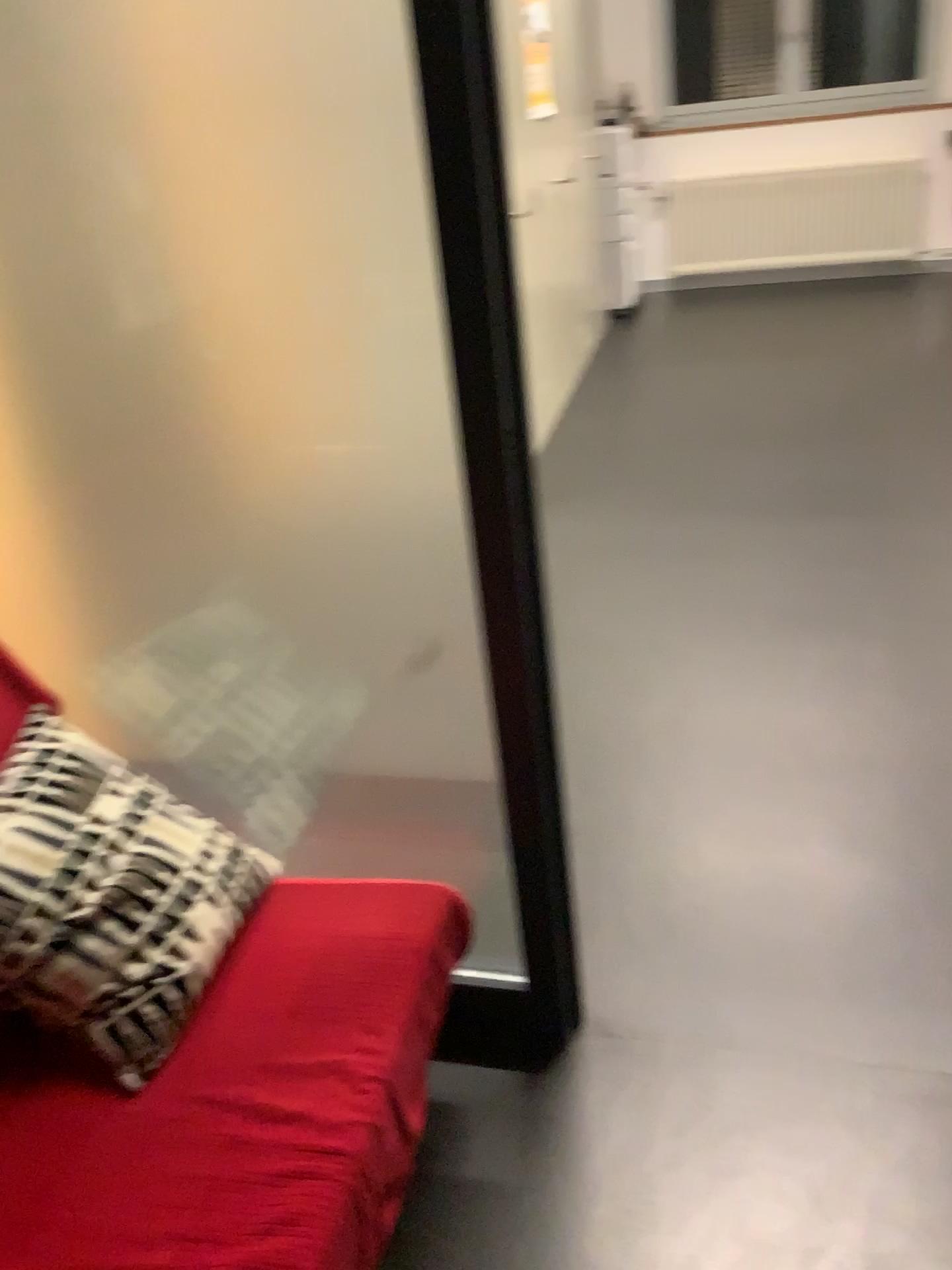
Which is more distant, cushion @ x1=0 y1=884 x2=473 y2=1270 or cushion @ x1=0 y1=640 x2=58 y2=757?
cushion @ x1=0 y1=640 x2=58 y2=757

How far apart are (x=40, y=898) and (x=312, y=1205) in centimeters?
52cm

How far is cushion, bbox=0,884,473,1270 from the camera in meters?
1.2 m

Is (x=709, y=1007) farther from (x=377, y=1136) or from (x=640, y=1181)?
(x=377, y=1136)

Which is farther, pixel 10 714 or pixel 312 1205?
pixel 10 714

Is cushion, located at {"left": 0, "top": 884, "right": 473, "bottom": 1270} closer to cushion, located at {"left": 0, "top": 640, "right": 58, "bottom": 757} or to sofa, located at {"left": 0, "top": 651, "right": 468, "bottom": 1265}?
sofa, located at {"left": 0, "top": 651, "right": 468, "bottom": 1265}

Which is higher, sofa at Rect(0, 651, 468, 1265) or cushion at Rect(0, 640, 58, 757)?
cushion at Rect(0, 640, 58, 757)

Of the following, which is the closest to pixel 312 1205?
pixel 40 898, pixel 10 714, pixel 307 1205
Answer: pixel 307 1205

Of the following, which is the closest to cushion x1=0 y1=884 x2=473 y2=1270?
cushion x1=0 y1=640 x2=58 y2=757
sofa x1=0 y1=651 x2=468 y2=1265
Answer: sofa x1=0 y1=651 x2=468 y2=1265
